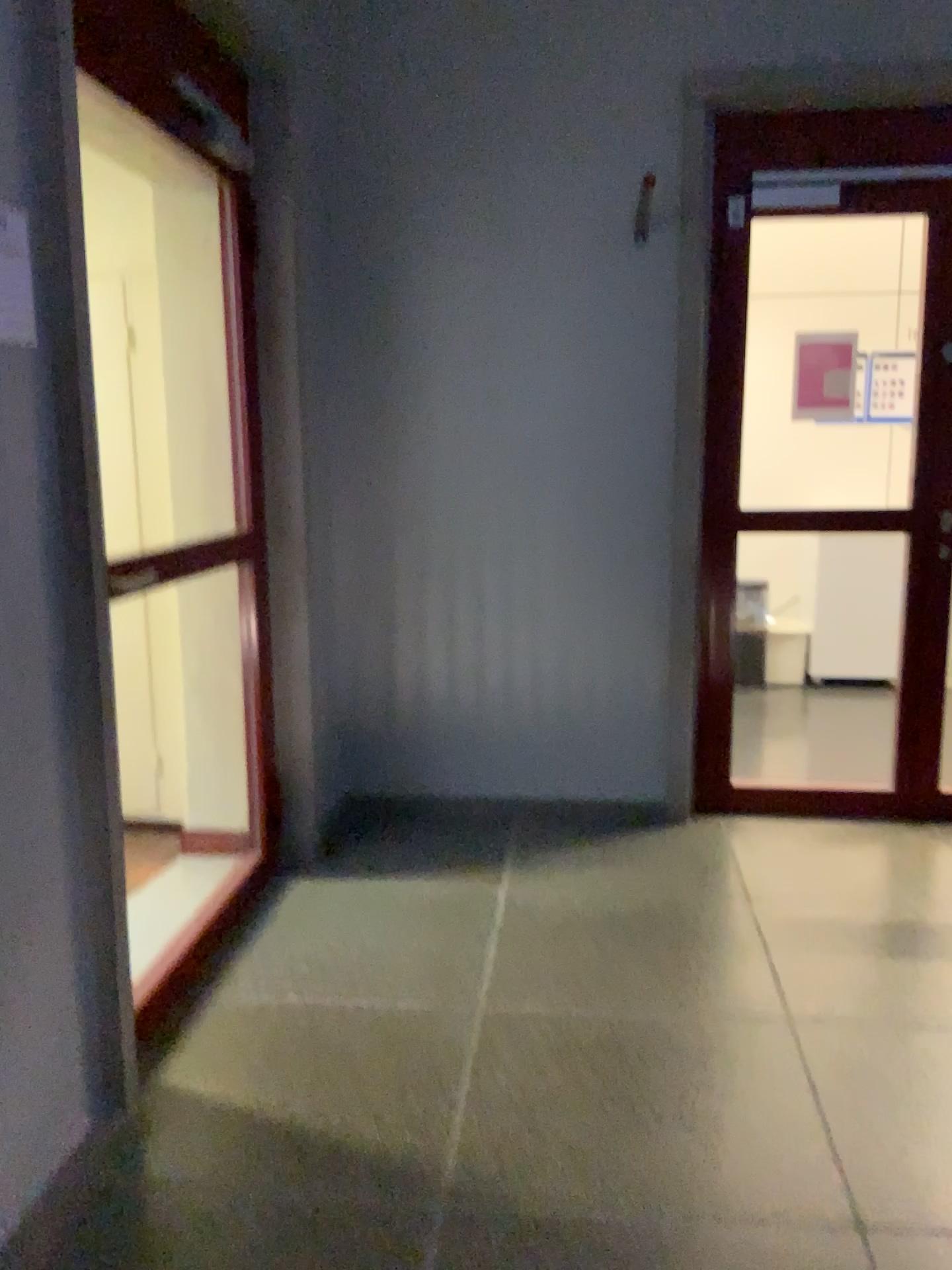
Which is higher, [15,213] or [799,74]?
[799,74]

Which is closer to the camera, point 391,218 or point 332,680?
point 391,218

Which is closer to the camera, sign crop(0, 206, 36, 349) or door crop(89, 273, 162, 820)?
sign crop(0, 206, 36, 349)

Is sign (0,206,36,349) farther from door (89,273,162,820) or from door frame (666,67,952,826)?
door frame (666,67,952,826)

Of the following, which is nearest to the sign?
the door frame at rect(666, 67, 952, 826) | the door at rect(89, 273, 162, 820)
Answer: the door at rect(89, 273, 162, 820)

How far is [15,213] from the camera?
1.7 meters

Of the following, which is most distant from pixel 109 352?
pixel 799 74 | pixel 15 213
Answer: pixel 799 74

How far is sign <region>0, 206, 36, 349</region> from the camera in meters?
1.7 m
